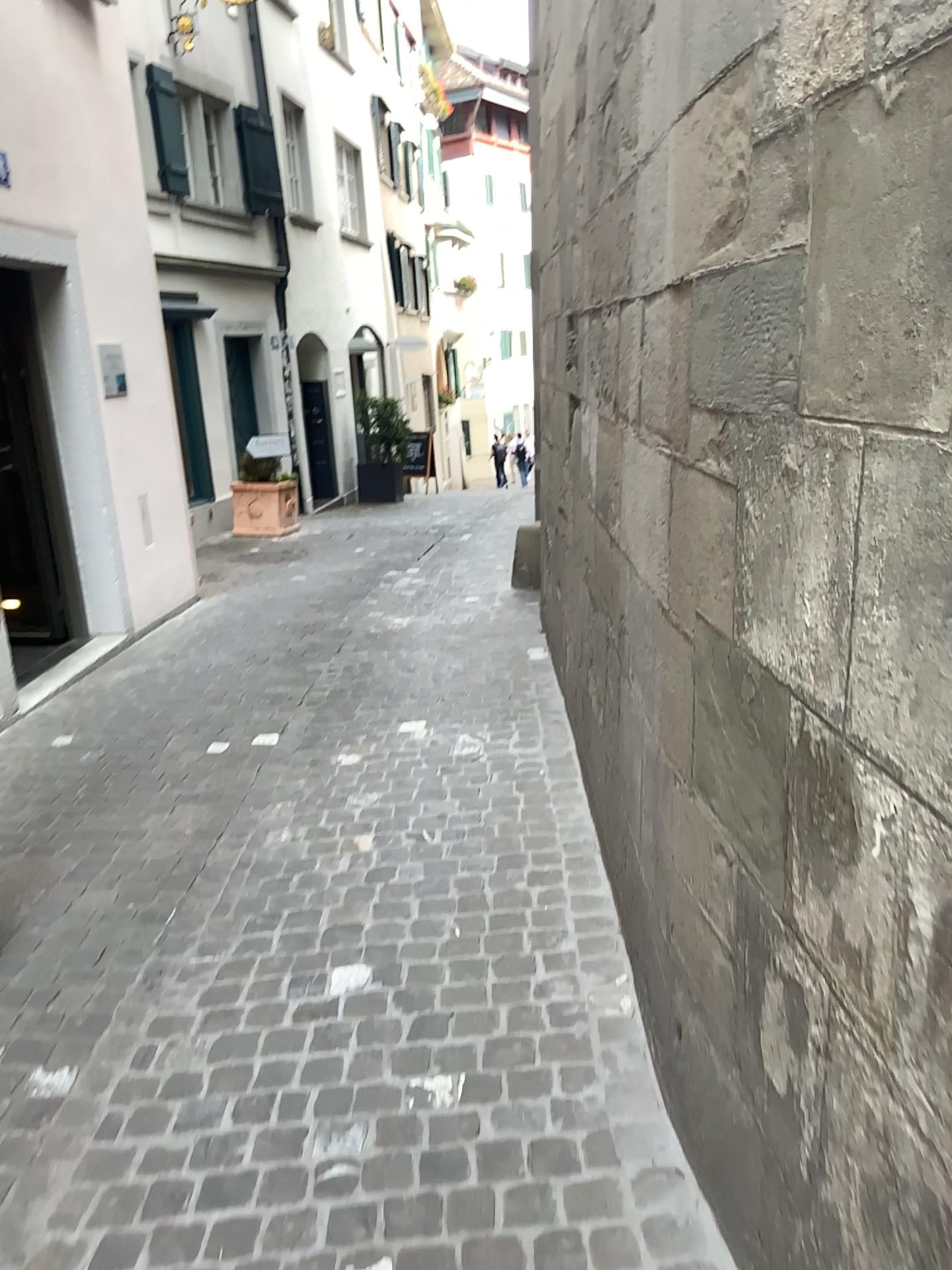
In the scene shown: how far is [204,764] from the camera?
4.3m
